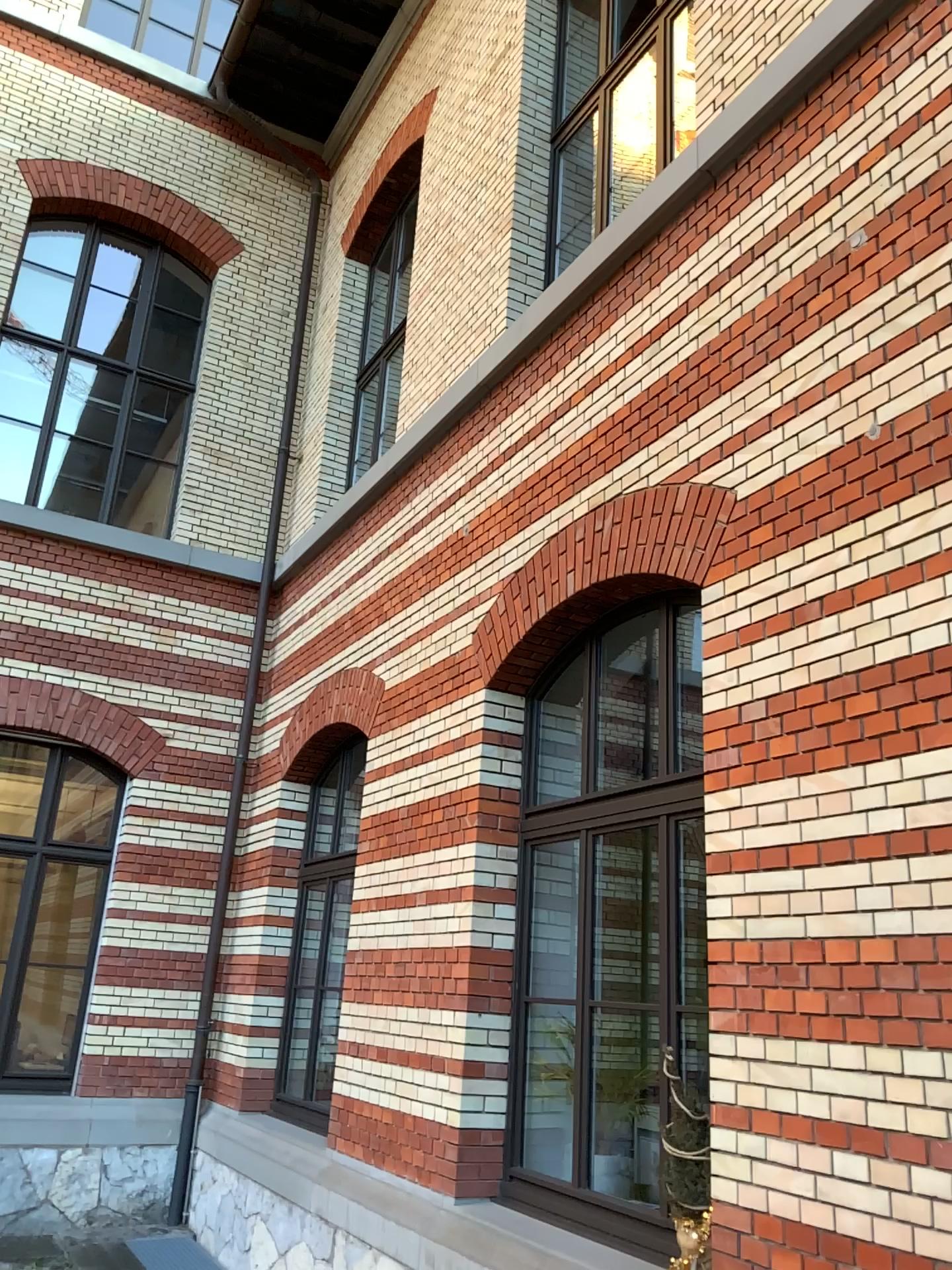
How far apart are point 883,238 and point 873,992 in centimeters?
239cm
